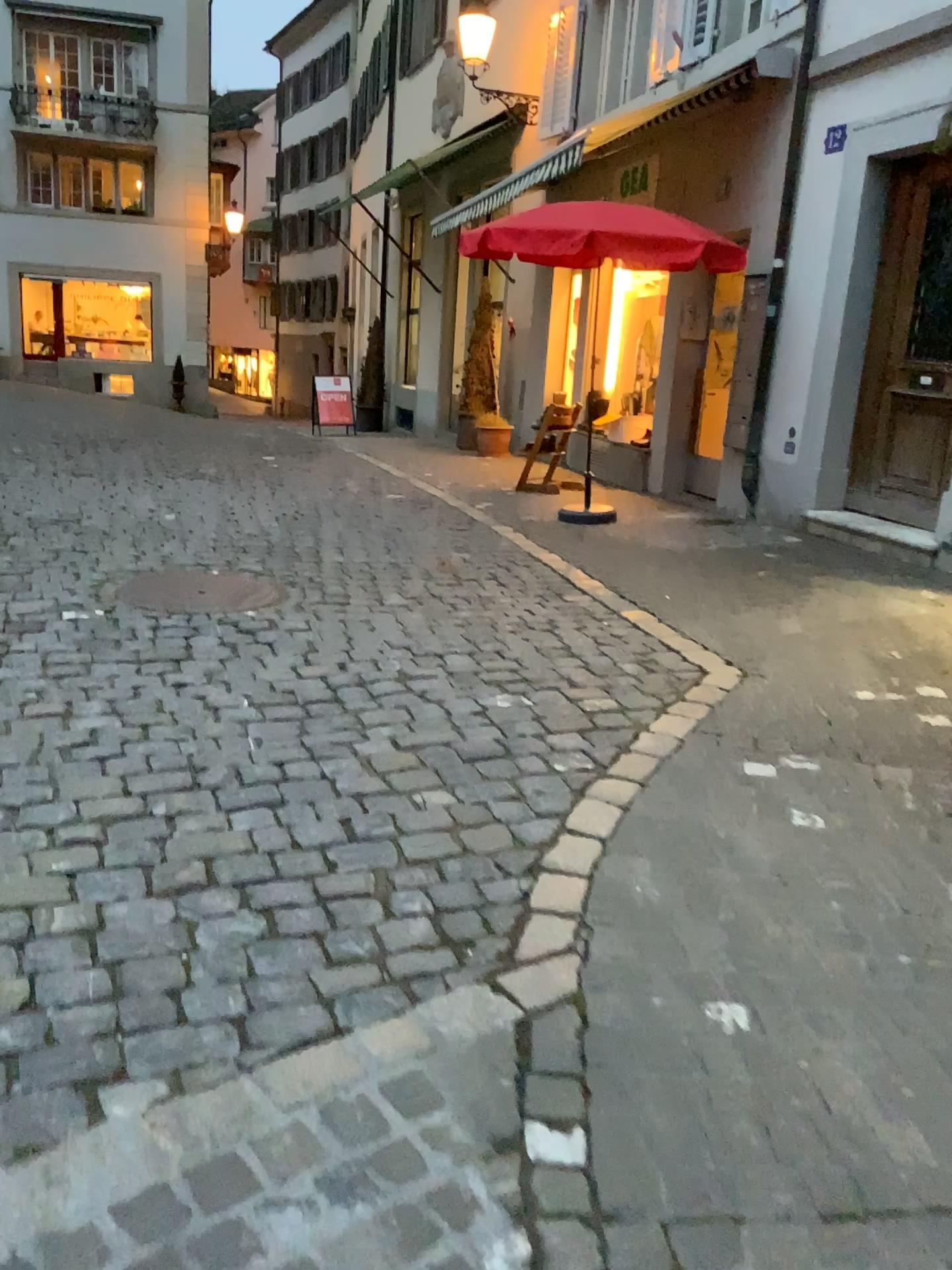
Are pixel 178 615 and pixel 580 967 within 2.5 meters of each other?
no
